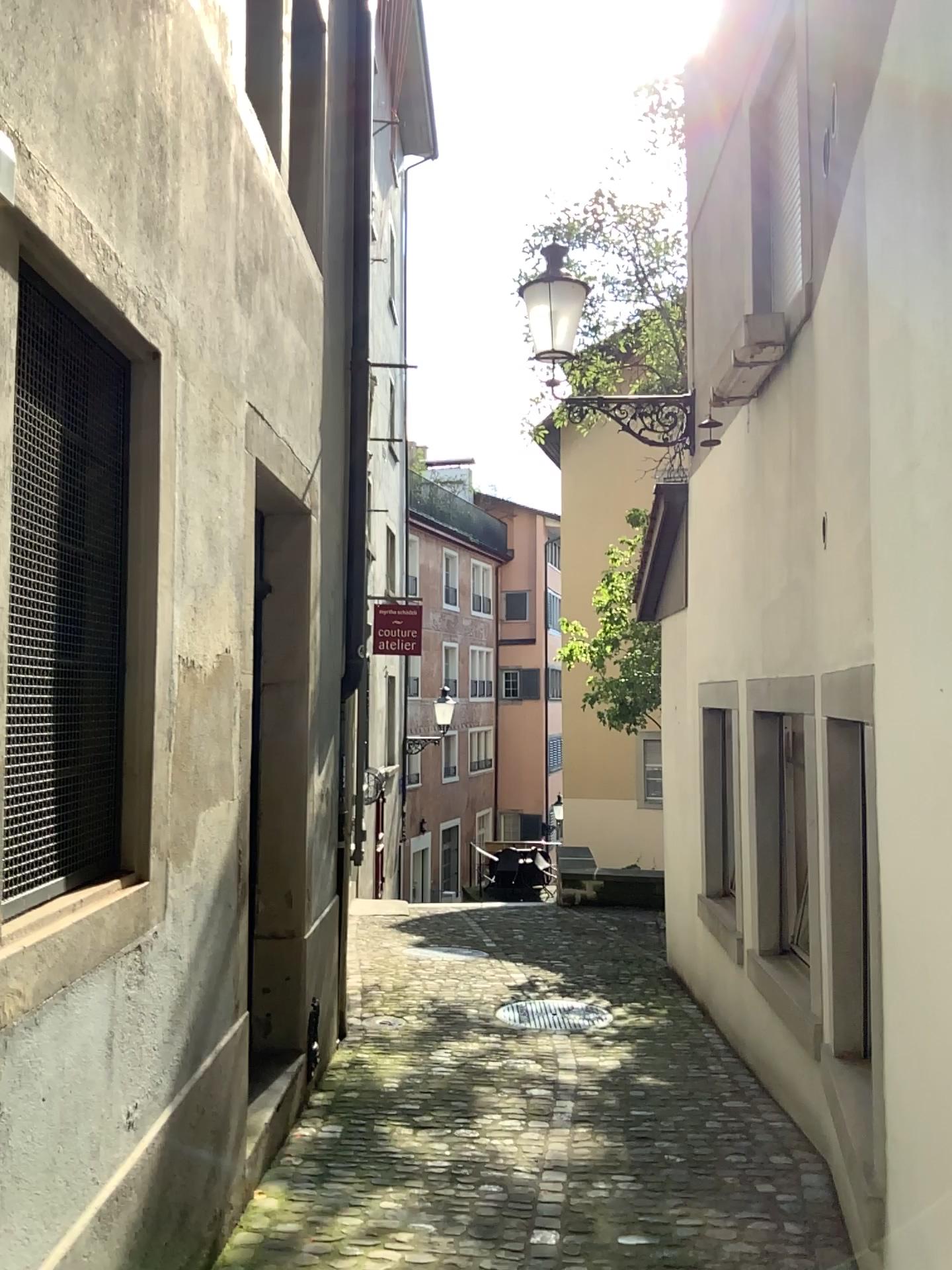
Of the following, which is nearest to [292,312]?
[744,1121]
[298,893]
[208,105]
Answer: [208,105]
